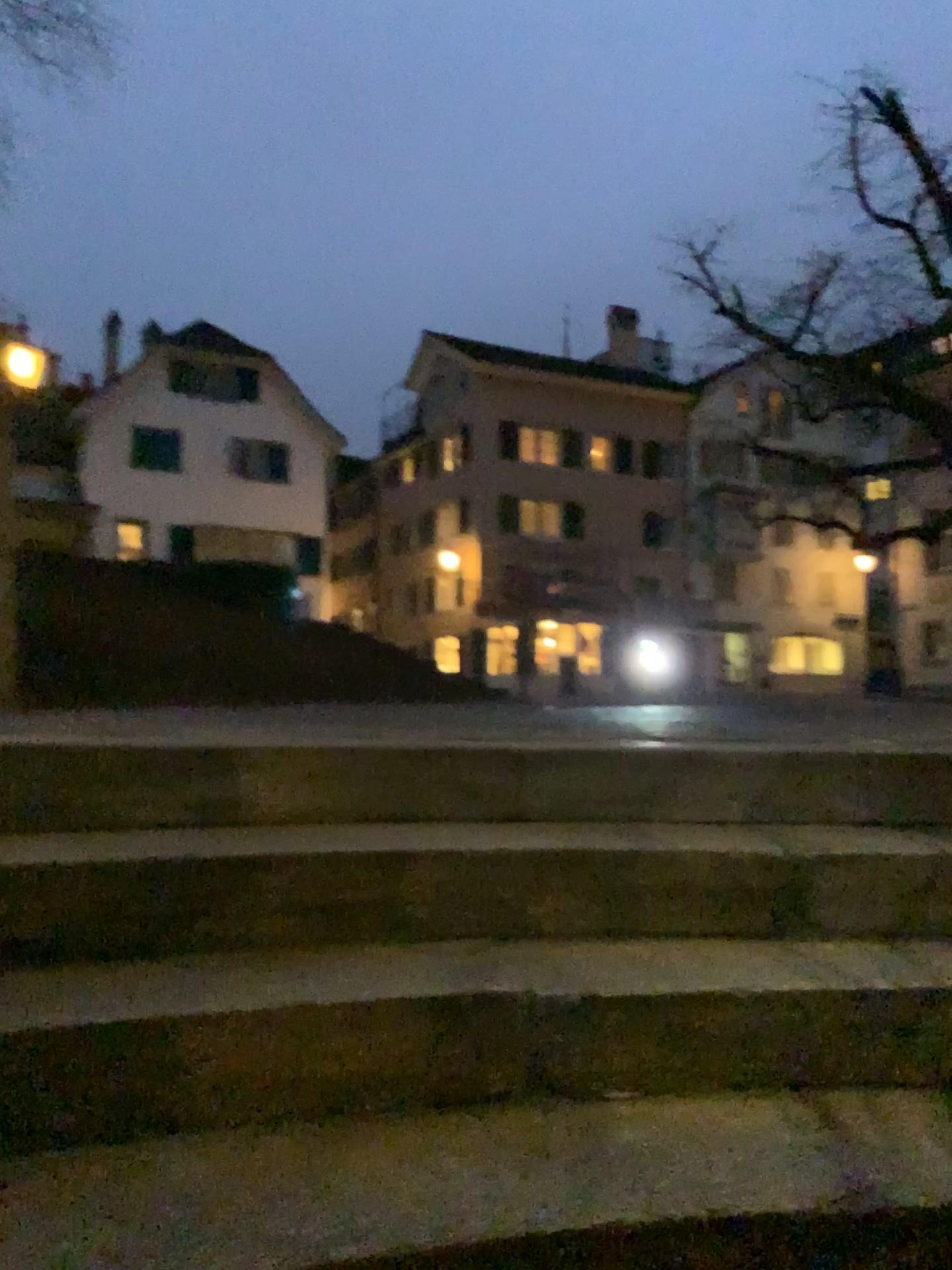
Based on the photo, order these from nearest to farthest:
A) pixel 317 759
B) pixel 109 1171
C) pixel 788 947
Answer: pixel 109 1171 → pixel 788 947 → pixel 317 759
